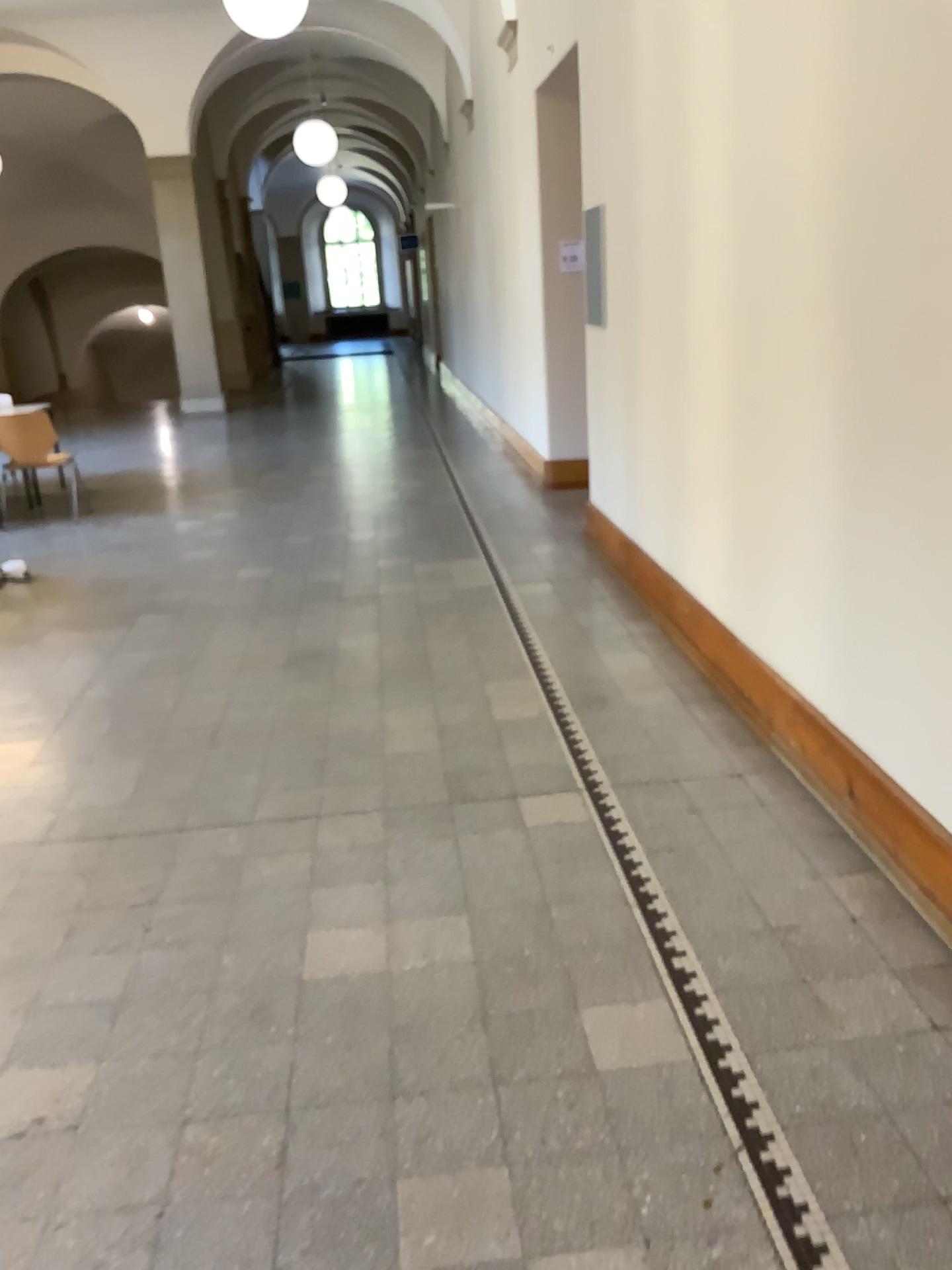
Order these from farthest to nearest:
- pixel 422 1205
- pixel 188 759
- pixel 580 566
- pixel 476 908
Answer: pixel 580 566 → pixel 188 759 → pixel 476 908 → pixel 422 1205
